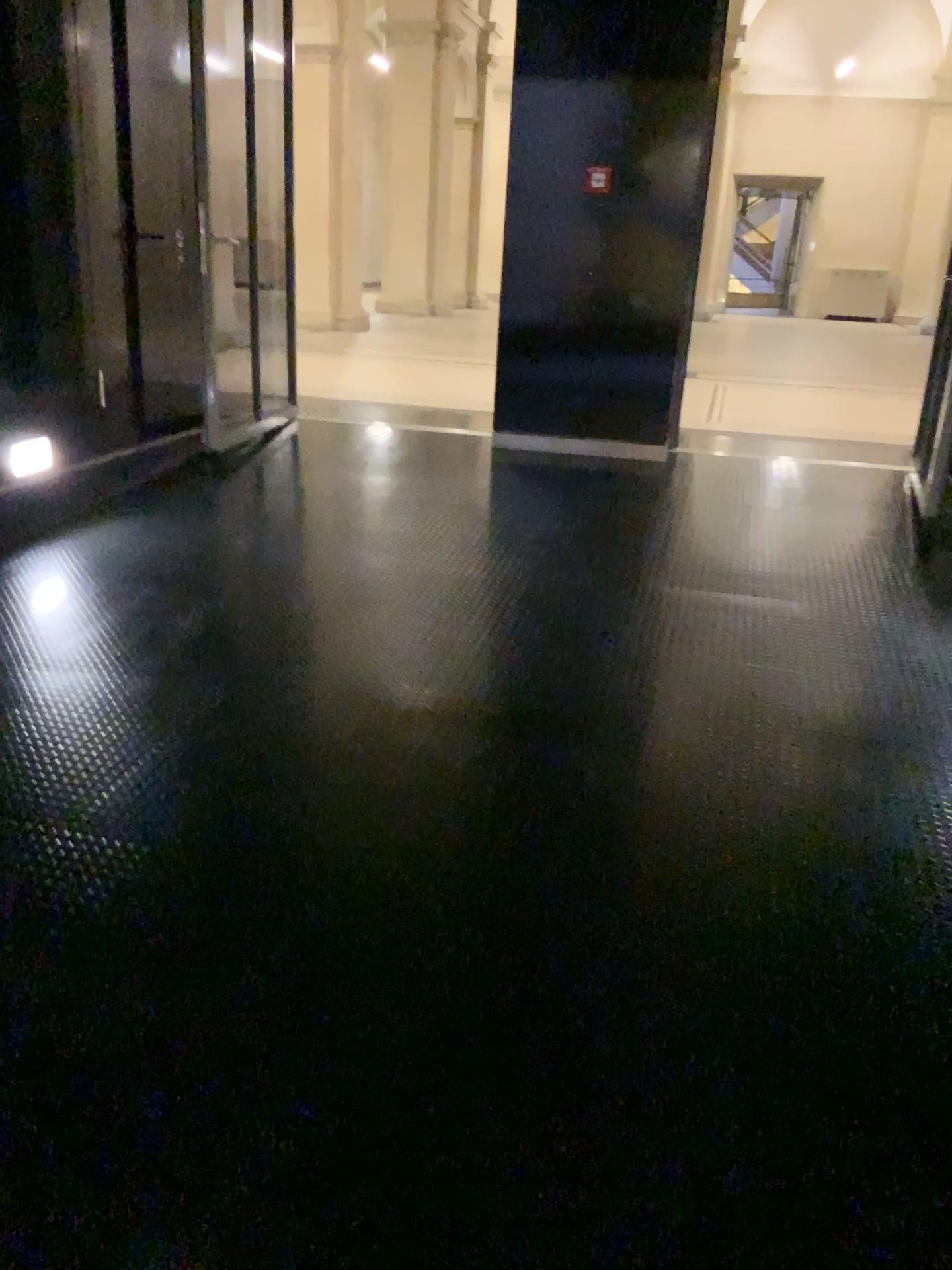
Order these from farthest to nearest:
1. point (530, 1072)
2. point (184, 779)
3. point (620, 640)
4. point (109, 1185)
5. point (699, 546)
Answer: point (699, 546), point (620, 640), point (184, 779), point (530, 1072), point (109, 1185)
